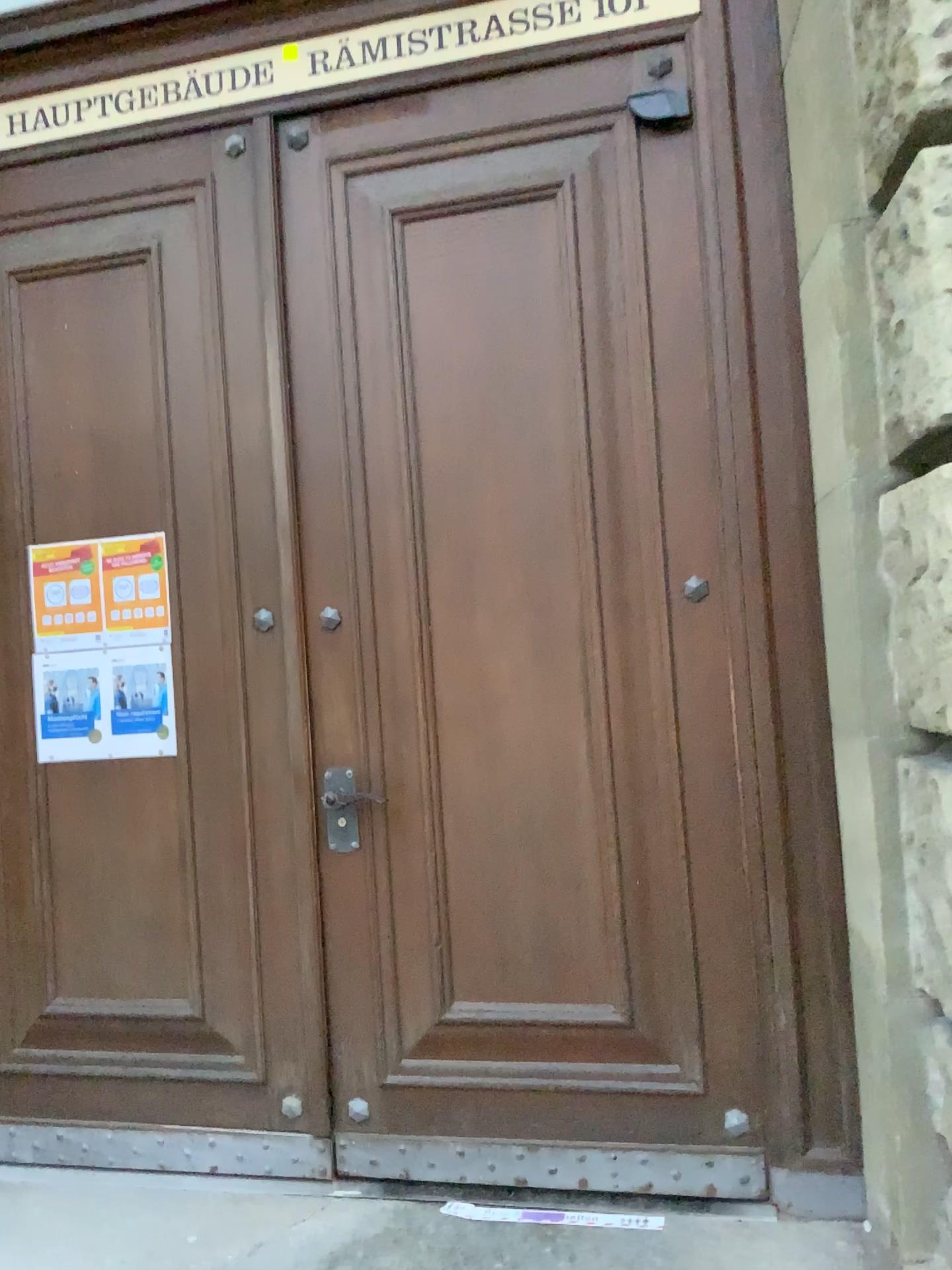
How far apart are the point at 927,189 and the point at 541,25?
1.3 meters

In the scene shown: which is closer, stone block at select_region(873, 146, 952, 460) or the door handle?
stone block at select_region(873, 146, 952, 460)

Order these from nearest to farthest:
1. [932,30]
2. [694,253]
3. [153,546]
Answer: [932,30] < [694,253] < [153,546]

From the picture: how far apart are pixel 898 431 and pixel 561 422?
0.89m

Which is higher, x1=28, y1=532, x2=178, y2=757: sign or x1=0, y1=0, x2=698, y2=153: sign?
x1=0, y1=0, x2=698, y2=153: sign

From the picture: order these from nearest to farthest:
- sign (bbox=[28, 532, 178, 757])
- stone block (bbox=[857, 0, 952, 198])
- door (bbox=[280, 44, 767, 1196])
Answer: stone block (bbox=[857, 0, 952, 198]) < door (bbox=[280, 44, 767, 1196]) < sign (bbox=[28, 532, 178, 757])

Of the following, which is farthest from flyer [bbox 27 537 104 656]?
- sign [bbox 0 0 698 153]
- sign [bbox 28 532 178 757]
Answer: sign [bbox 0 0 698 153]

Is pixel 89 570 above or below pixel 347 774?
above

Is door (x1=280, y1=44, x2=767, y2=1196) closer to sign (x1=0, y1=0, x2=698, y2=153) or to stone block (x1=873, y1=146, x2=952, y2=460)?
sign (x1=0, y1=0, x2=698, y2=153)

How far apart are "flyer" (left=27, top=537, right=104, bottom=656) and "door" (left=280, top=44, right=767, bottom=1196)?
0.64m
